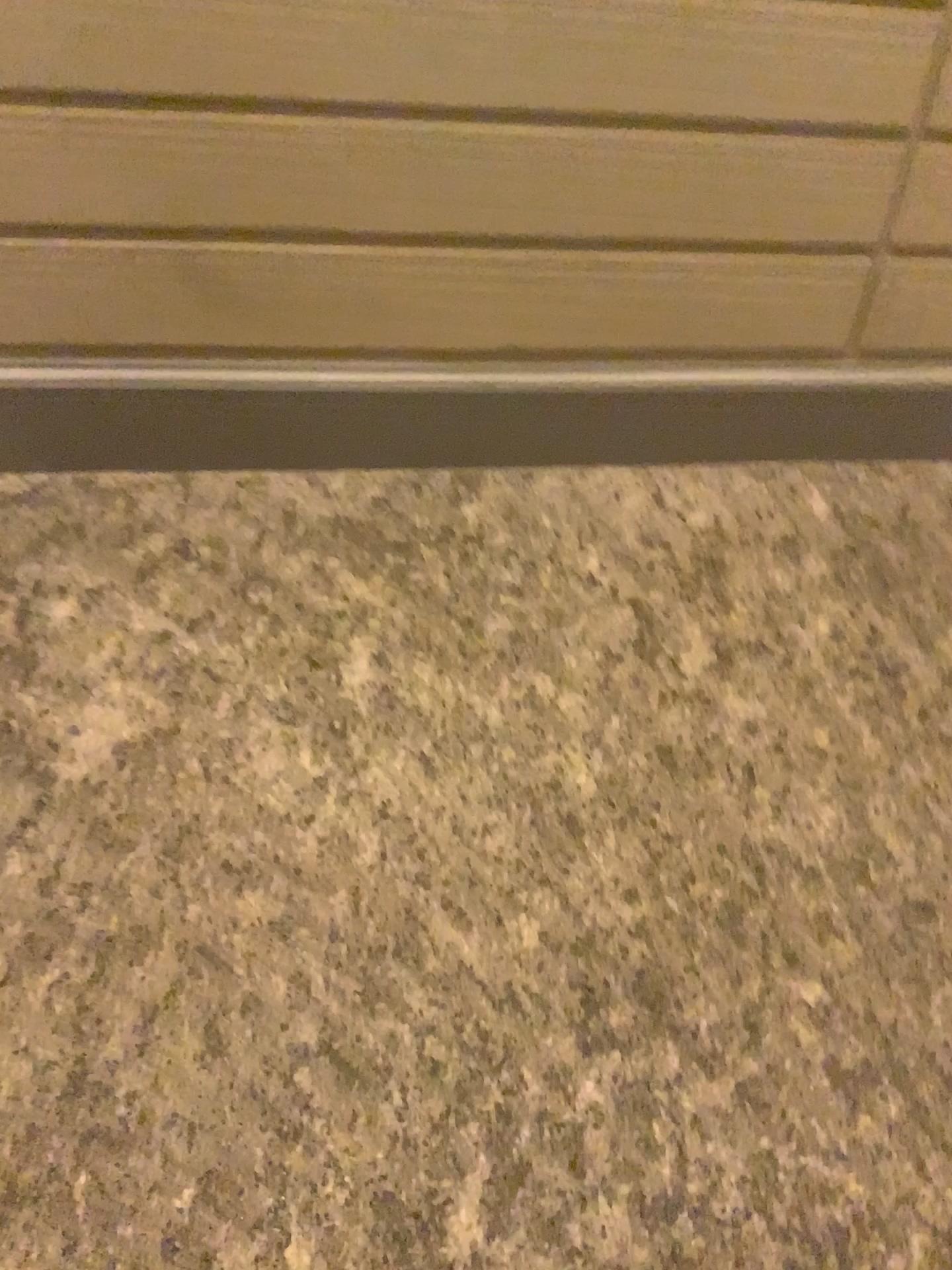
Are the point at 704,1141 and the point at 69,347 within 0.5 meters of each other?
no

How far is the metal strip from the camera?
2.8 meters

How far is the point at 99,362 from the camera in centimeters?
280cm
